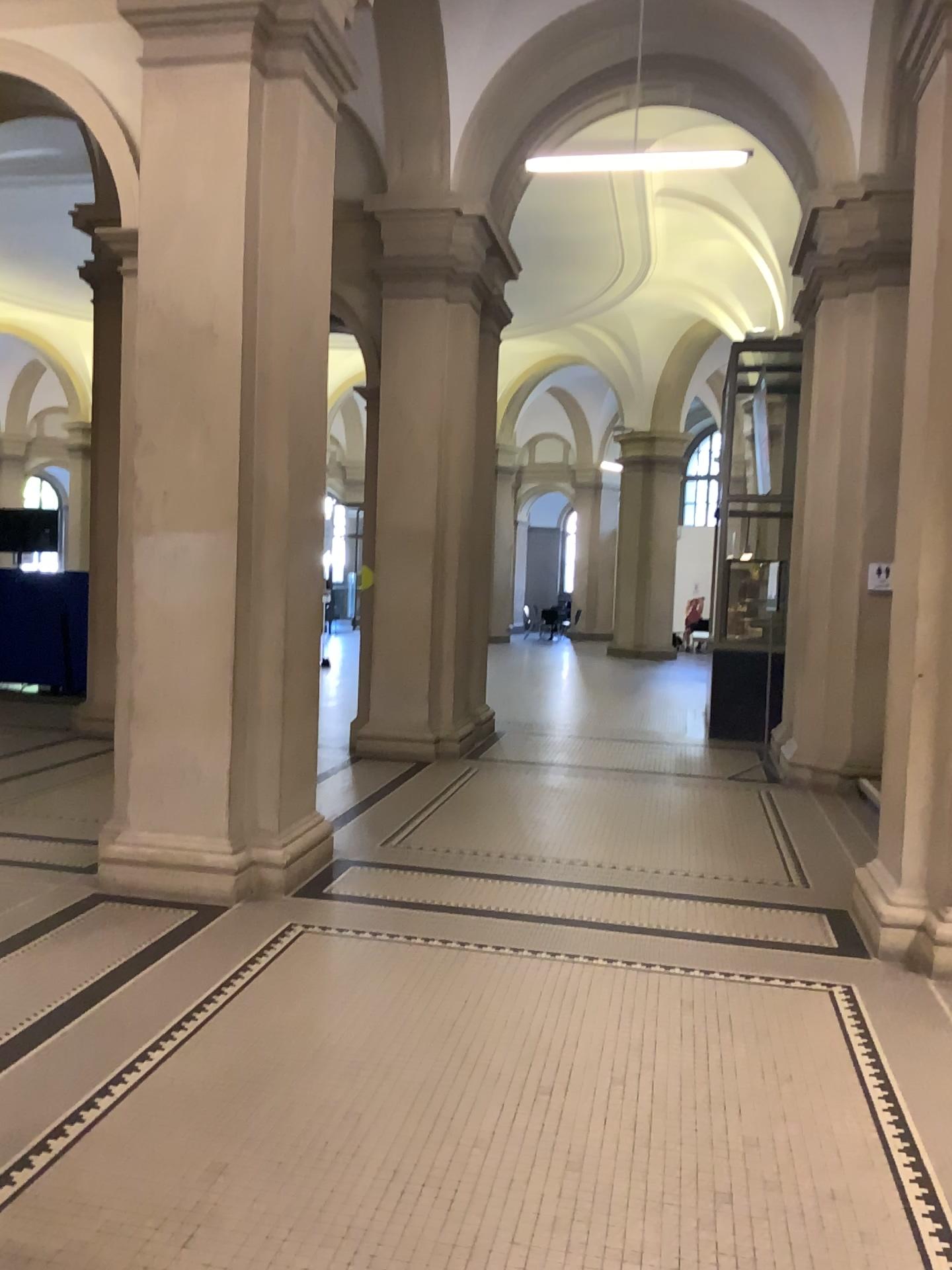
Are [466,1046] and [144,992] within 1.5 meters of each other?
yes
